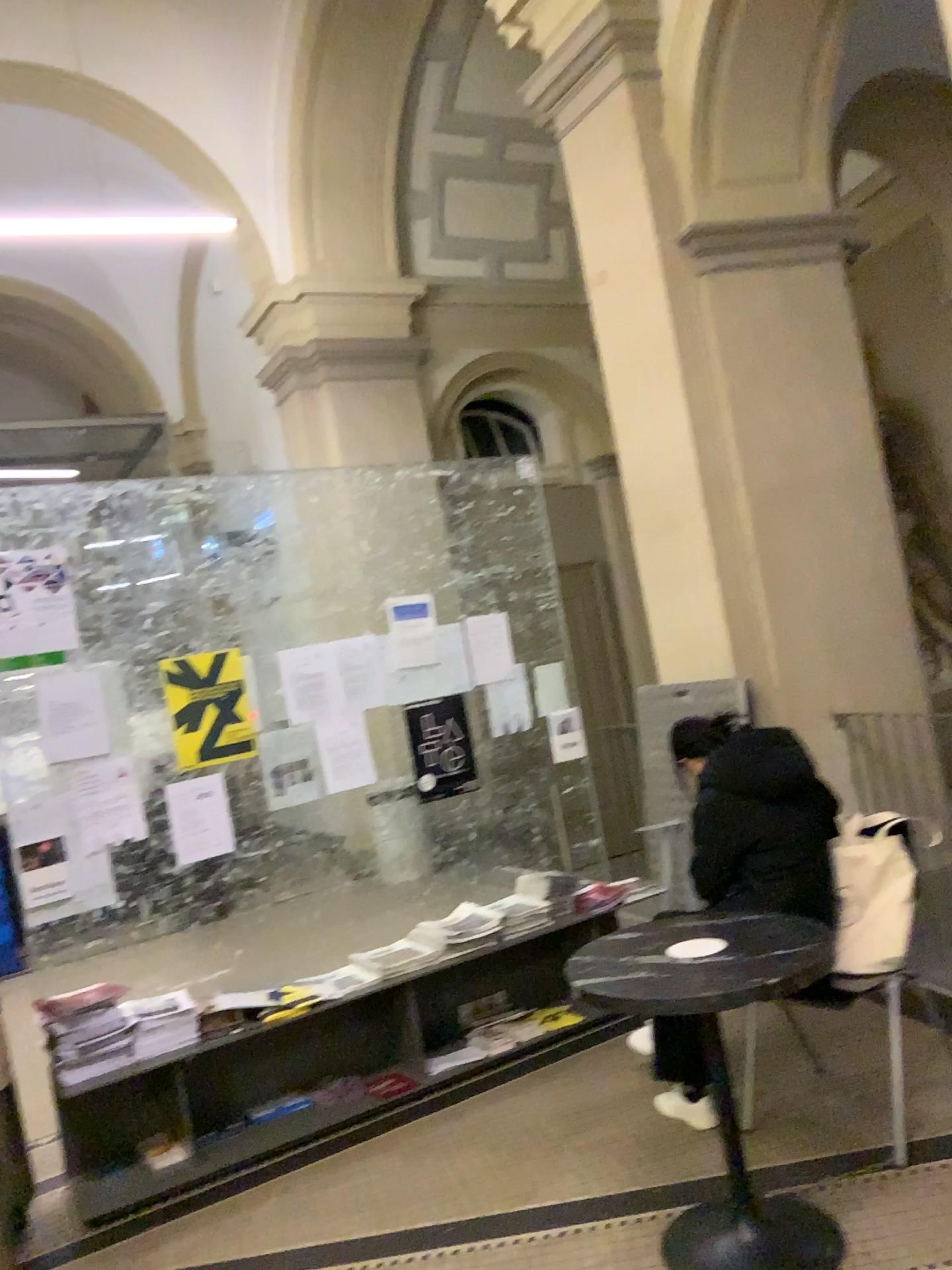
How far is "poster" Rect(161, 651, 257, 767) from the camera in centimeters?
390cm

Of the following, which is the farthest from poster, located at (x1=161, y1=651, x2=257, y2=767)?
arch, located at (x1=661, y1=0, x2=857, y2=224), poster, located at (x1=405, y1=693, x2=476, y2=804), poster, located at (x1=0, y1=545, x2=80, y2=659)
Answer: arch, located at (x1=661, y1=0, x2=857, y2=224)

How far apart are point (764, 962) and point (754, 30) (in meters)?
3.98

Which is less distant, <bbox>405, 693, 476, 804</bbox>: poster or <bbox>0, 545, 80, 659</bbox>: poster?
<bbox>0, 545, 80, 659</bbox>: poster

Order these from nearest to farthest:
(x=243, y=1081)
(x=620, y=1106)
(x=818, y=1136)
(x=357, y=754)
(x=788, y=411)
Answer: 1. (x=818, y=1136)
2. (x=620, y=1106)
3. (x=243, y=1081)
4. (x=357, y=754)
5. (x=788, y=411)

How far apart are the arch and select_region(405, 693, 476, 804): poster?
2.40m

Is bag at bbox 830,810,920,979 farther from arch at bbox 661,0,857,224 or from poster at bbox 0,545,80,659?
arch at bbox 661,0,857,224

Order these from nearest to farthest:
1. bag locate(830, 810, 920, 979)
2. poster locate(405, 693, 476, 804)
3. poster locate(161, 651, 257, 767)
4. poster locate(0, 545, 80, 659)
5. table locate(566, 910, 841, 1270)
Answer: table locate(566, 910, 841, 1270), bag locate(830, 810, 920, 979), poster locate(0, 545, 80, 659), poster locate(161, 651, 257, 767), poster locate(405, 693, 476, 804)

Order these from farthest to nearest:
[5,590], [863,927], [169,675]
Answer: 1. [169,675]
2. [5,590]
3. [863,927]

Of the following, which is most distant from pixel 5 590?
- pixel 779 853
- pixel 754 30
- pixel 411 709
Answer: pixel 754 30
